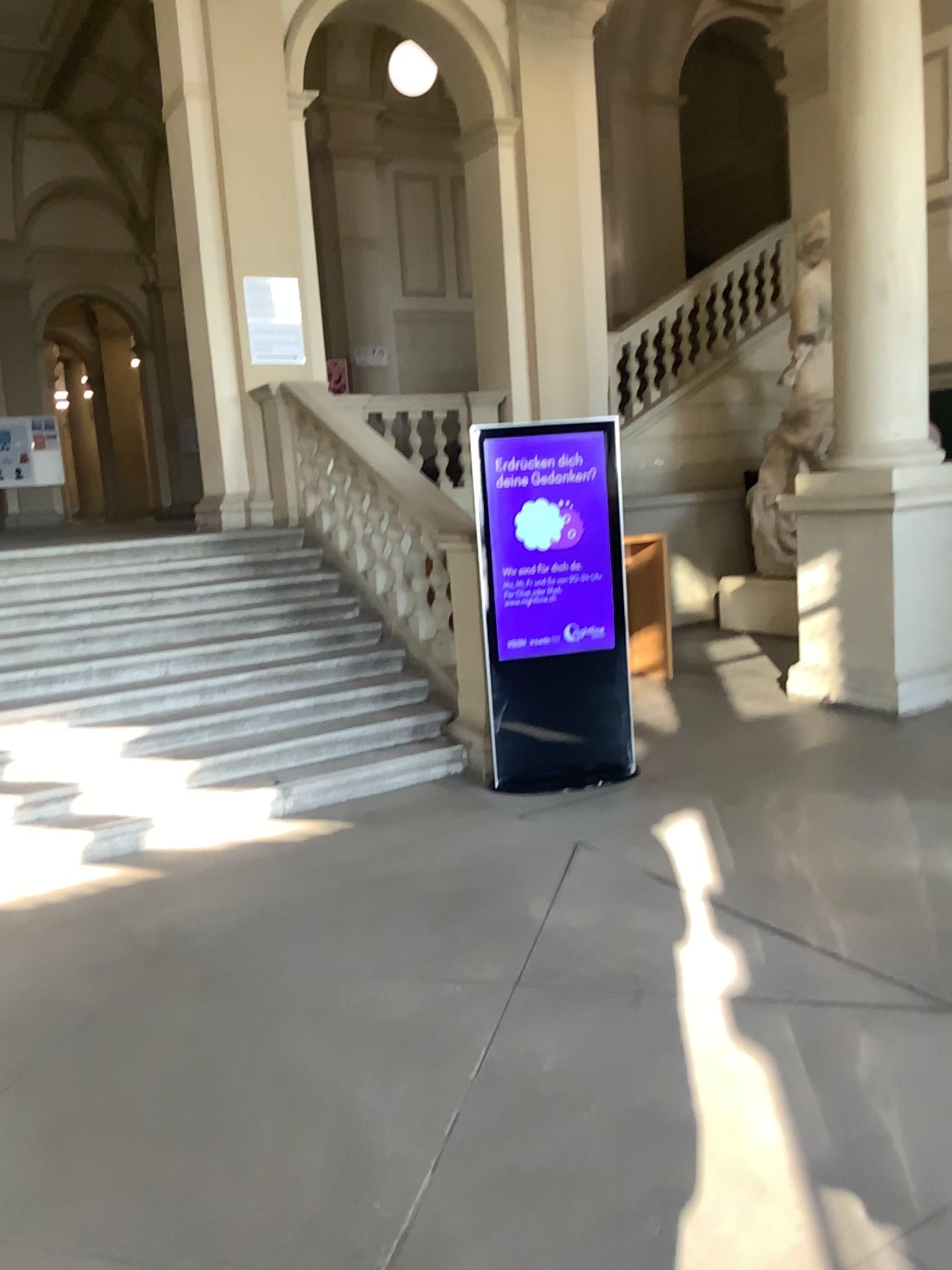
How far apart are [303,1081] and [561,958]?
1.0m
